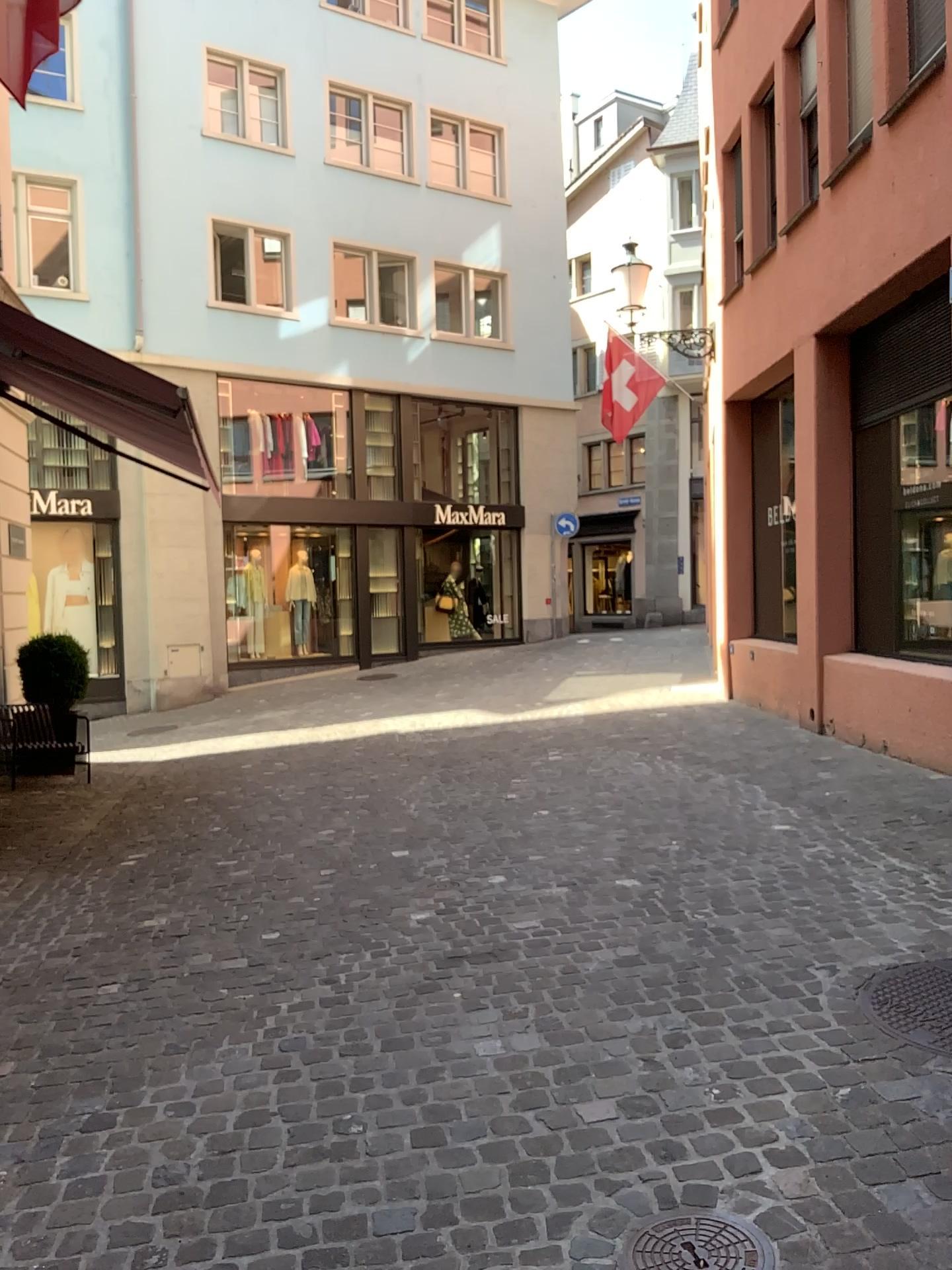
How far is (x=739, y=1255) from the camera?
2.07m

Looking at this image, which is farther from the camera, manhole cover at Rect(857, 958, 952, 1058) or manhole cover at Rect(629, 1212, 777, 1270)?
manhole cover at Rect(857, 958, 952, 1058)

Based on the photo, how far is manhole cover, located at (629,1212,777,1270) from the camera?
2.1 meters

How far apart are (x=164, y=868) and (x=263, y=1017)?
2.14m

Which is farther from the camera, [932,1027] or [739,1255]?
[932,1027]
